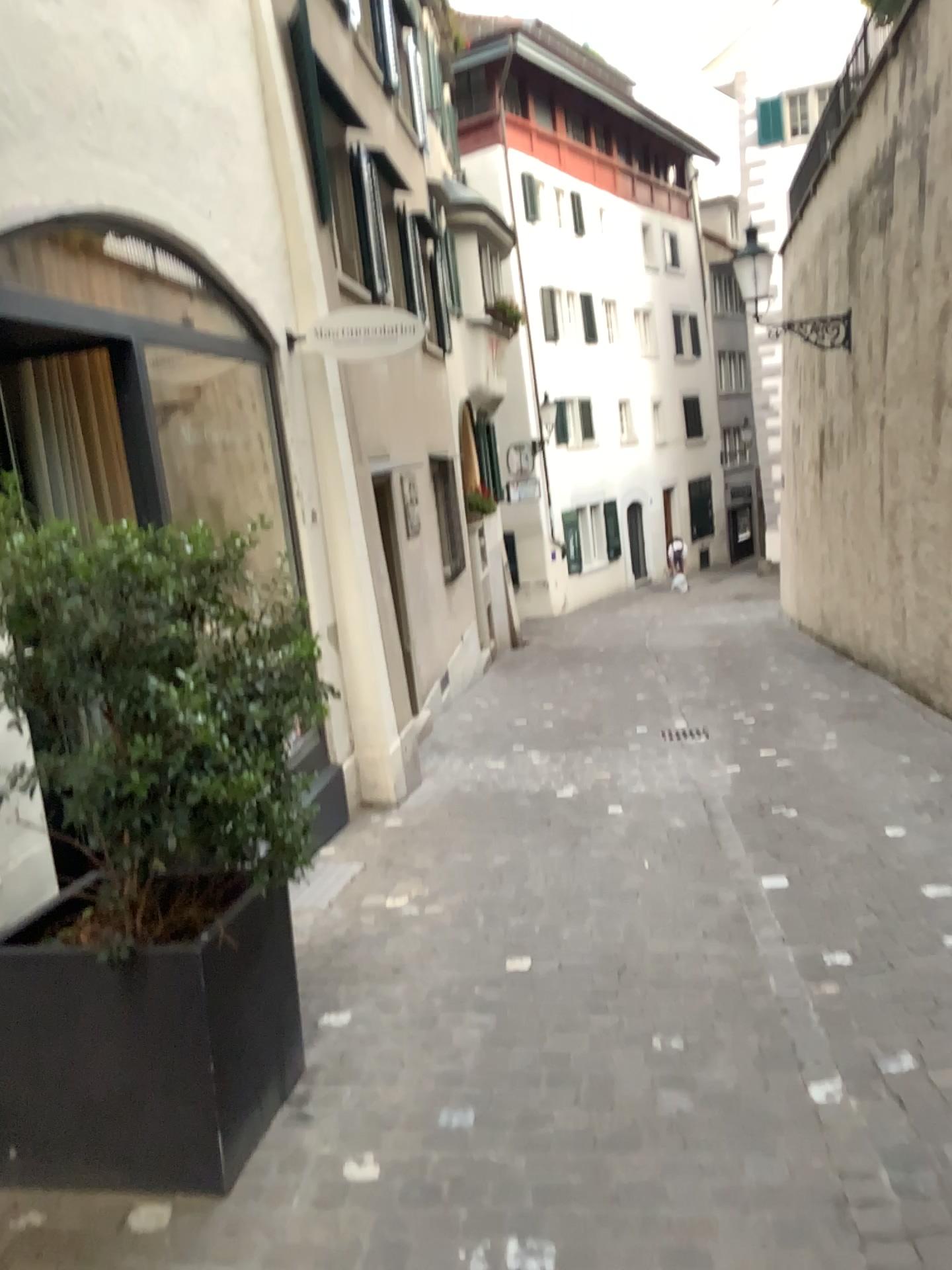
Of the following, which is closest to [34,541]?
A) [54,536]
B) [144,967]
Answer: [54,536]

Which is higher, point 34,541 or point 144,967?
point 34,541

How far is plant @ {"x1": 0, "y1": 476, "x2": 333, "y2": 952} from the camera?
2.3 meters

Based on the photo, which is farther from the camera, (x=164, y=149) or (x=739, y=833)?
(x=739, y=833)

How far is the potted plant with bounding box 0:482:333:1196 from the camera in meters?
2.4 m

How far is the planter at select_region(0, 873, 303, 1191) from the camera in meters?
2.5

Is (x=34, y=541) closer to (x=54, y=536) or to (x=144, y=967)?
(x=54, y=536)
